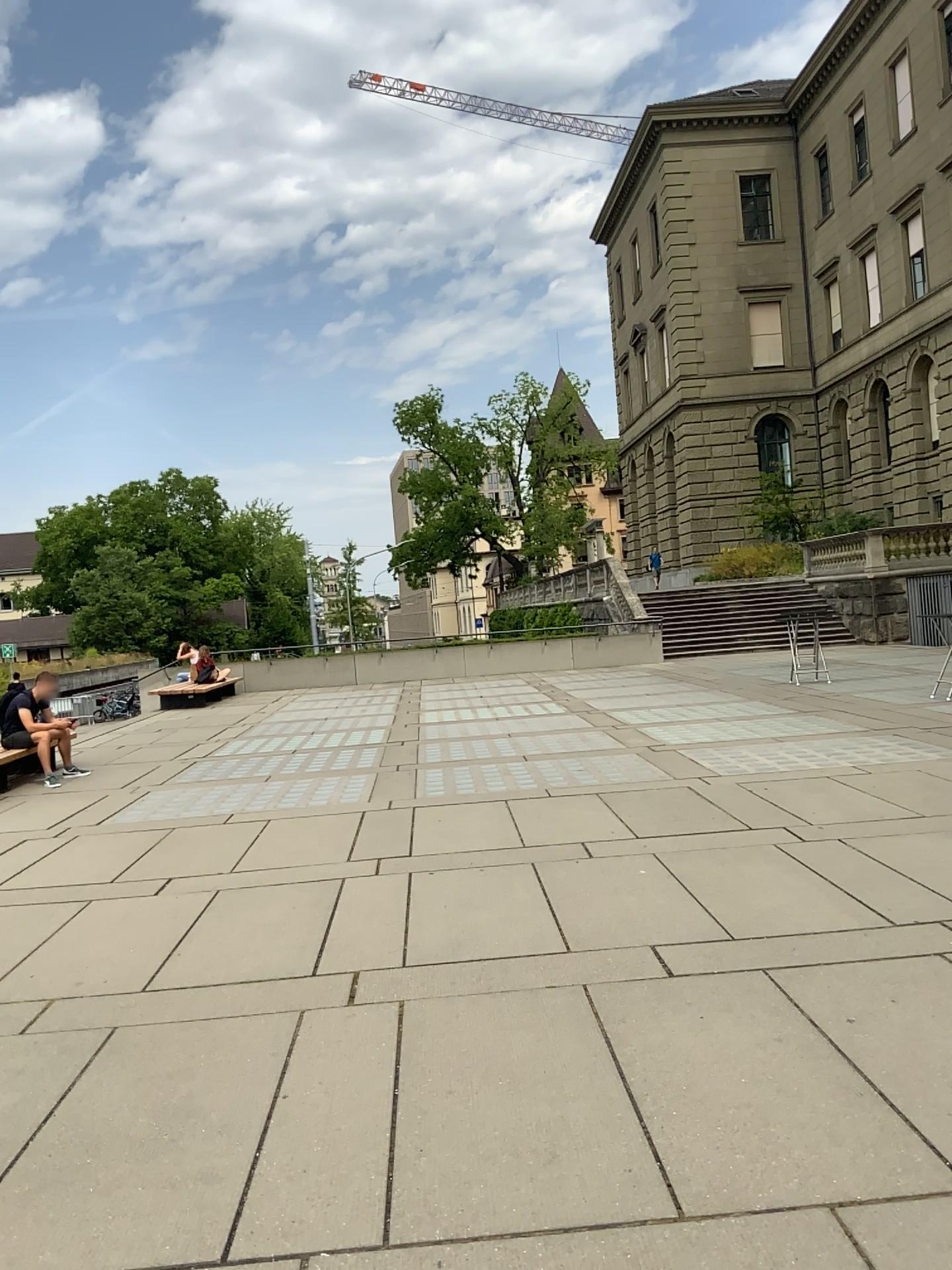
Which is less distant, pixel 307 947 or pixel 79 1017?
pixel 79 1017
